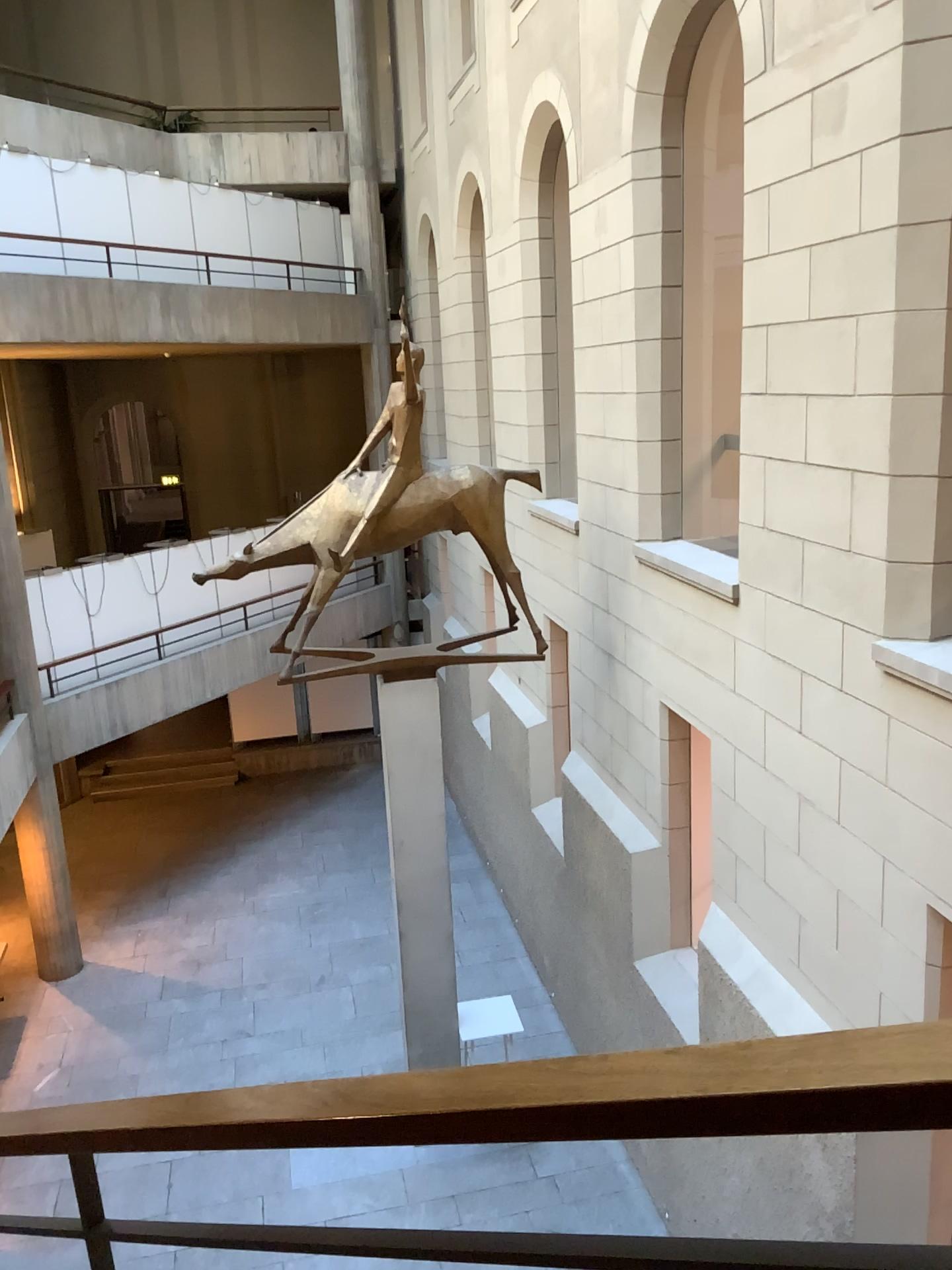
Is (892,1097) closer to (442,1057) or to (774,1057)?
(774,1057)
